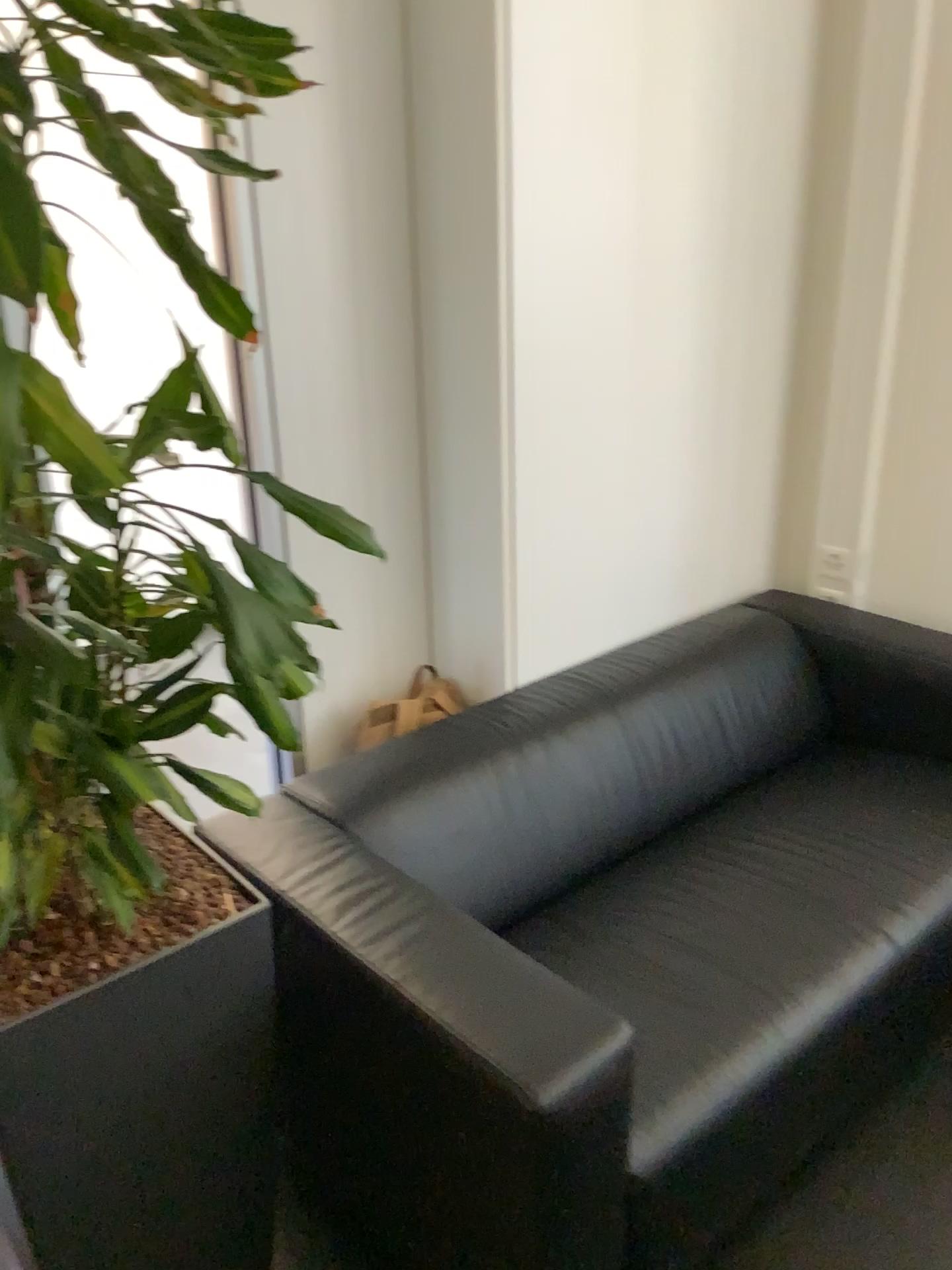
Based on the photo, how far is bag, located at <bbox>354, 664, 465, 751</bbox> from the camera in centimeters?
218cm

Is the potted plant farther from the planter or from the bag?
the bag

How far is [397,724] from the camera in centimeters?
218cm

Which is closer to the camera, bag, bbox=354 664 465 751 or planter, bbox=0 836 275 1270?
planter, bbox=0 836 275 1270

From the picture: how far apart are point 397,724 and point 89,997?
1.0m

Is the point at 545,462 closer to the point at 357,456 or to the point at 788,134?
the point at 357,456

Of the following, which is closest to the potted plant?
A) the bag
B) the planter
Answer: the planter

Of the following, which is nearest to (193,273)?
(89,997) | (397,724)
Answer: (89,997)

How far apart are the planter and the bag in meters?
0.6 m
